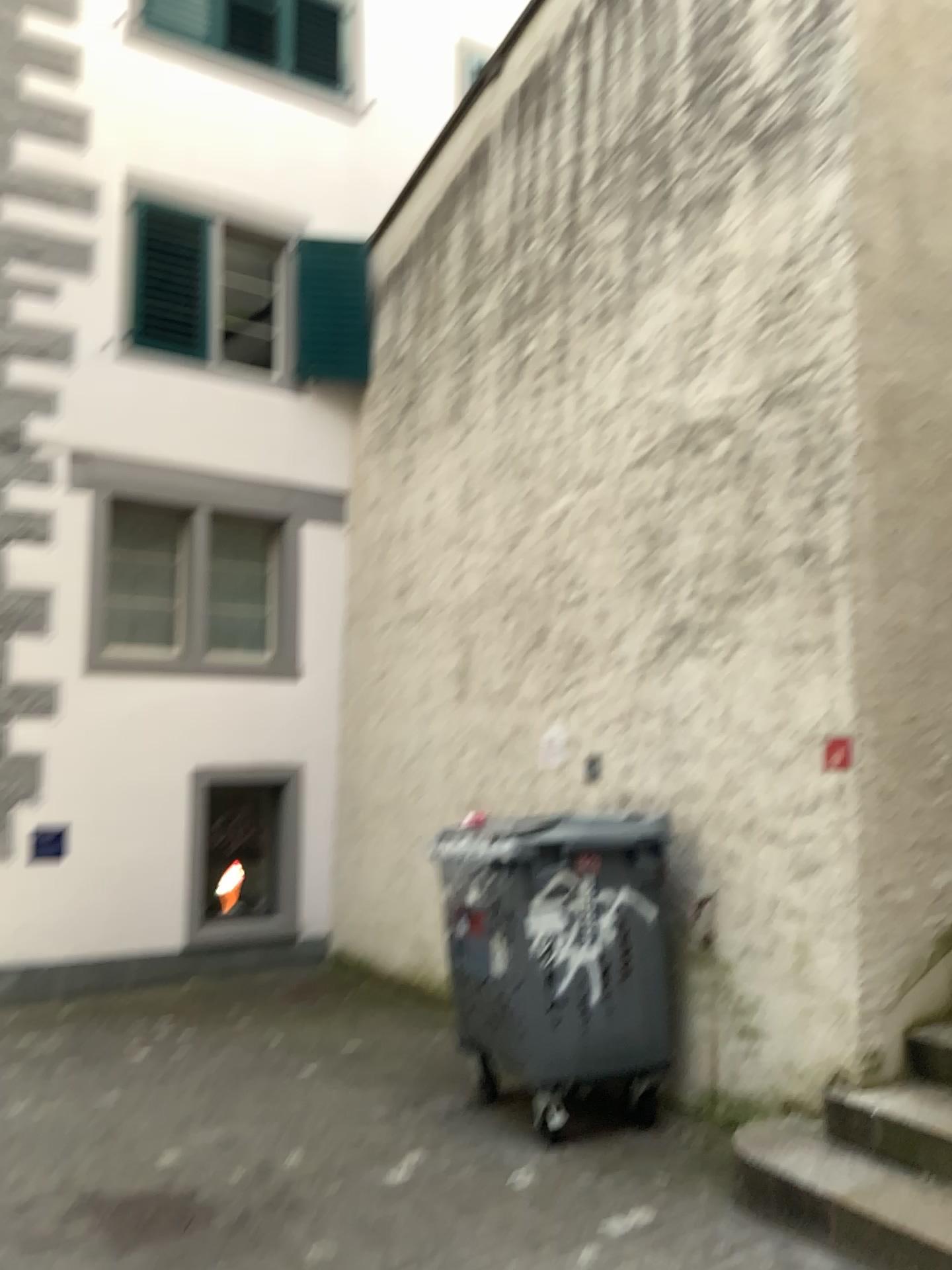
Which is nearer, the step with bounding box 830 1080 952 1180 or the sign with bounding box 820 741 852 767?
the step with bounding box 830 1080 952 1180

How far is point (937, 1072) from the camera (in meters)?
3.72

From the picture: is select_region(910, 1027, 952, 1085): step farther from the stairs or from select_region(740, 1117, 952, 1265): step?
select_region(740, 1117, 952, 1265): step

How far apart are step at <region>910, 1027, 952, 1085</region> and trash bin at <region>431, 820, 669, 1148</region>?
1.14m

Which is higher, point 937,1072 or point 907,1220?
point 937,1072

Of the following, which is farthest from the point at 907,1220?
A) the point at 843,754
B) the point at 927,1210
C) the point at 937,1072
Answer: the point at 843,754

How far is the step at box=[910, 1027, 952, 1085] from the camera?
3.7m

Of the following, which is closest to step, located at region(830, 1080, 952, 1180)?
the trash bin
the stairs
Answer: the stairs

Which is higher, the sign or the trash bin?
the sign

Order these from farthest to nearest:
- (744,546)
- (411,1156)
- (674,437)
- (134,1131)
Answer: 1. (674,437)
2. (134,1131)
3. (744,546)
4. (411,1156)
